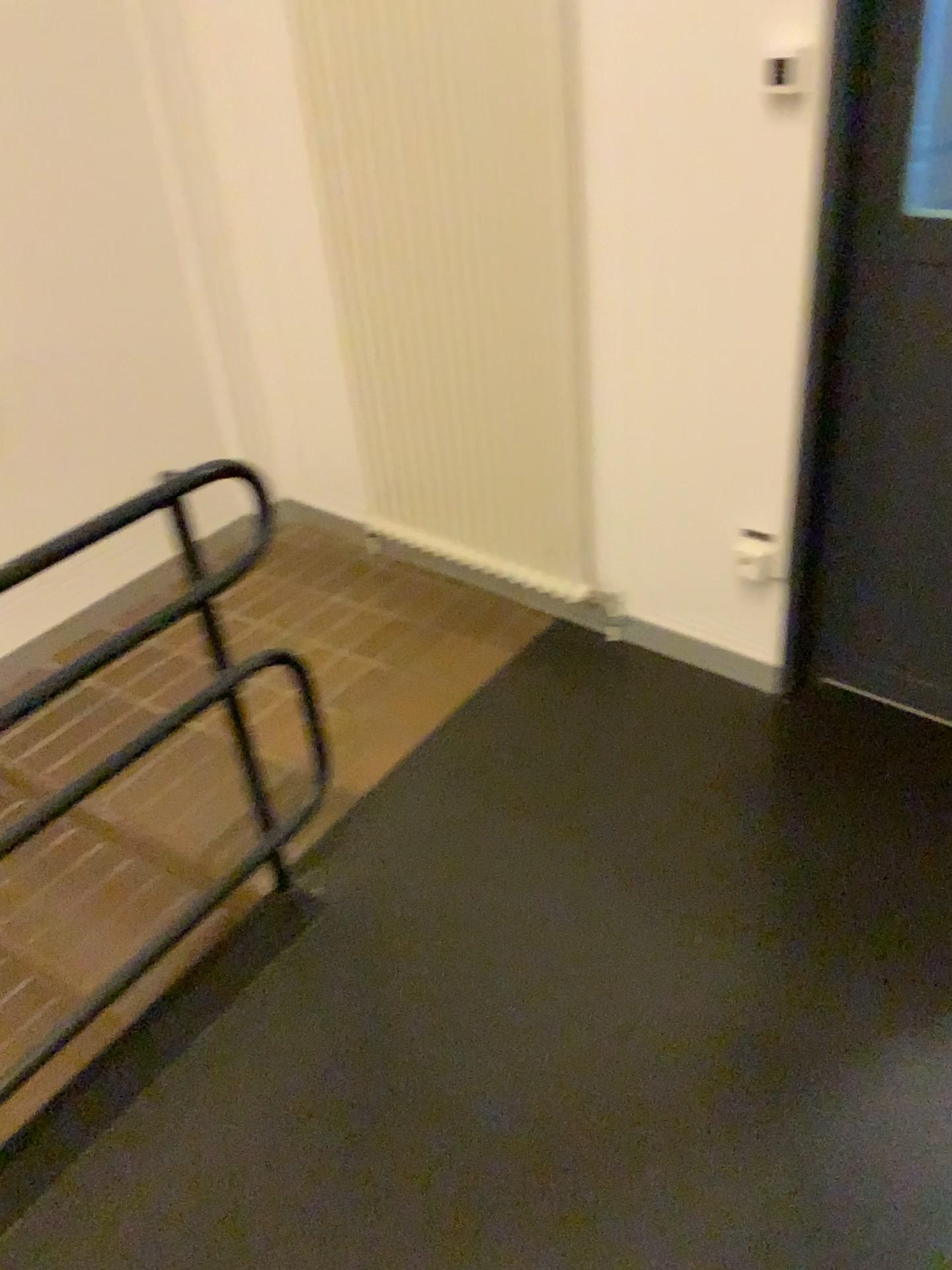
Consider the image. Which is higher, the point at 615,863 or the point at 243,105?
the point at 243,105
